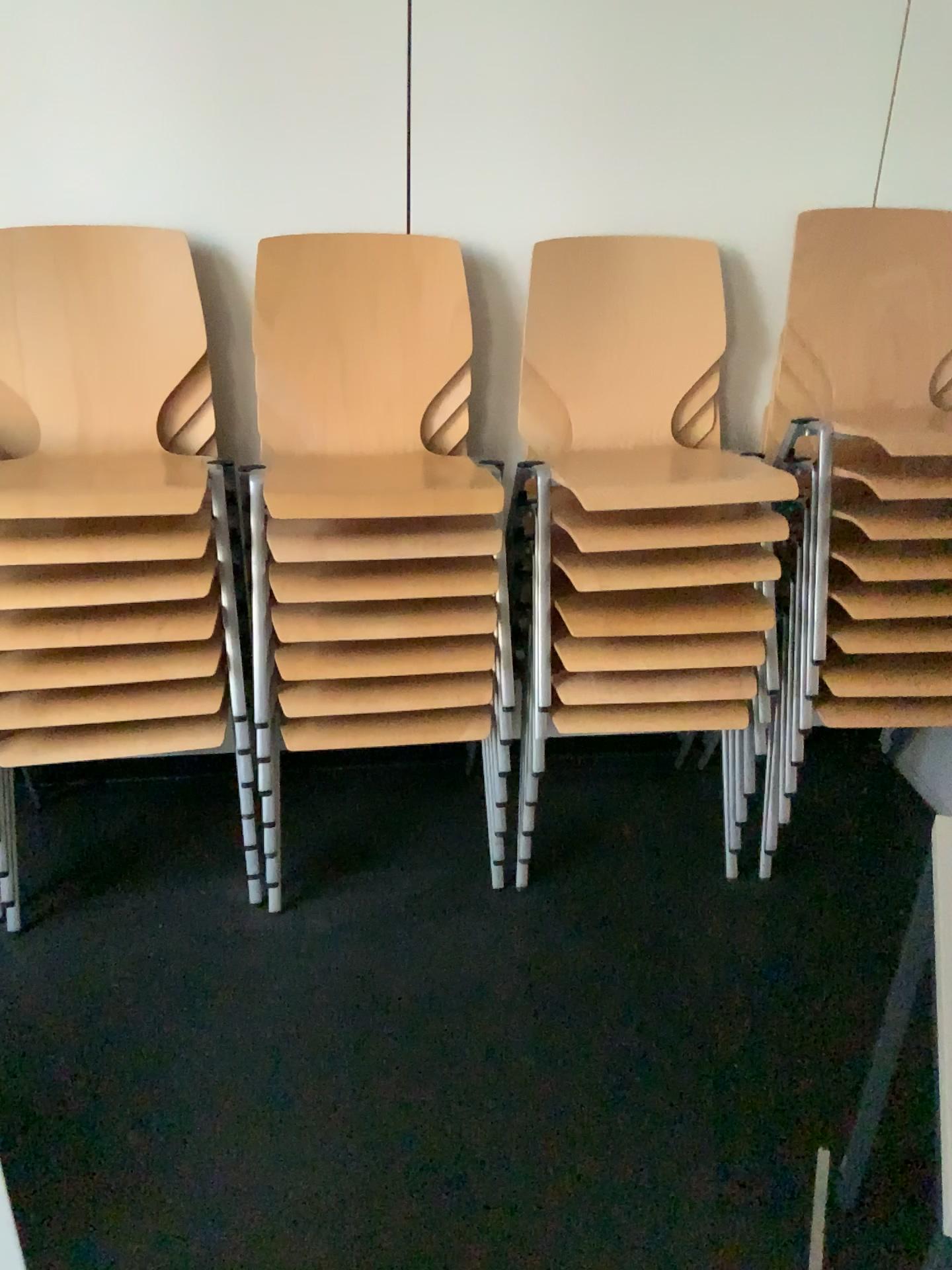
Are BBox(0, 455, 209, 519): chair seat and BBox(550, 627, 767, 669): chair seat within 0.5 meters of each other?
no

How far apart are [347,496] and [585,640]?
0.5m

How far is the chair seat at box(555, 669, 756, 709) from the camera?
2.06m

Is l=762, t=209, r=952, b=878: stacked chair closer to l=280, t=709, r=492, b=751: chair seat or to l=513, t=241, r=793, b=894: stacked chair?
l=513, t=241, r=793, b=894: stacked chair

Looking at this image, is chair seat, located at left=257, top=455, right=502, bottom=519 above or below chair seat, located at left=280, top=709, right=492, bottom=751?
above

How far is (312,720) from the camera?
2.01m

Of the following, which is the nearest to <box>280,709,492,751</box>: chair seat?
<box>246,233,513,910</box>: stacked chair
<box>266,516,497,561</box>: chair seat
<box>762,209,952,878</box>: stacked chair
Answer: <box>246,233,513,910</box>: stacked chair

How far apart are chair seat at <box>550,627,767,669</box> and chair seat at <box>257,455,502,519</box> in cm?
33

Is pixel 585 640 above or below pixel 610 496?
below

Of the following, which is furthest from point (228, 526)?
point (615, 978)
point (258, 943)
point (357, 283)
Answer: point (615, 978)
